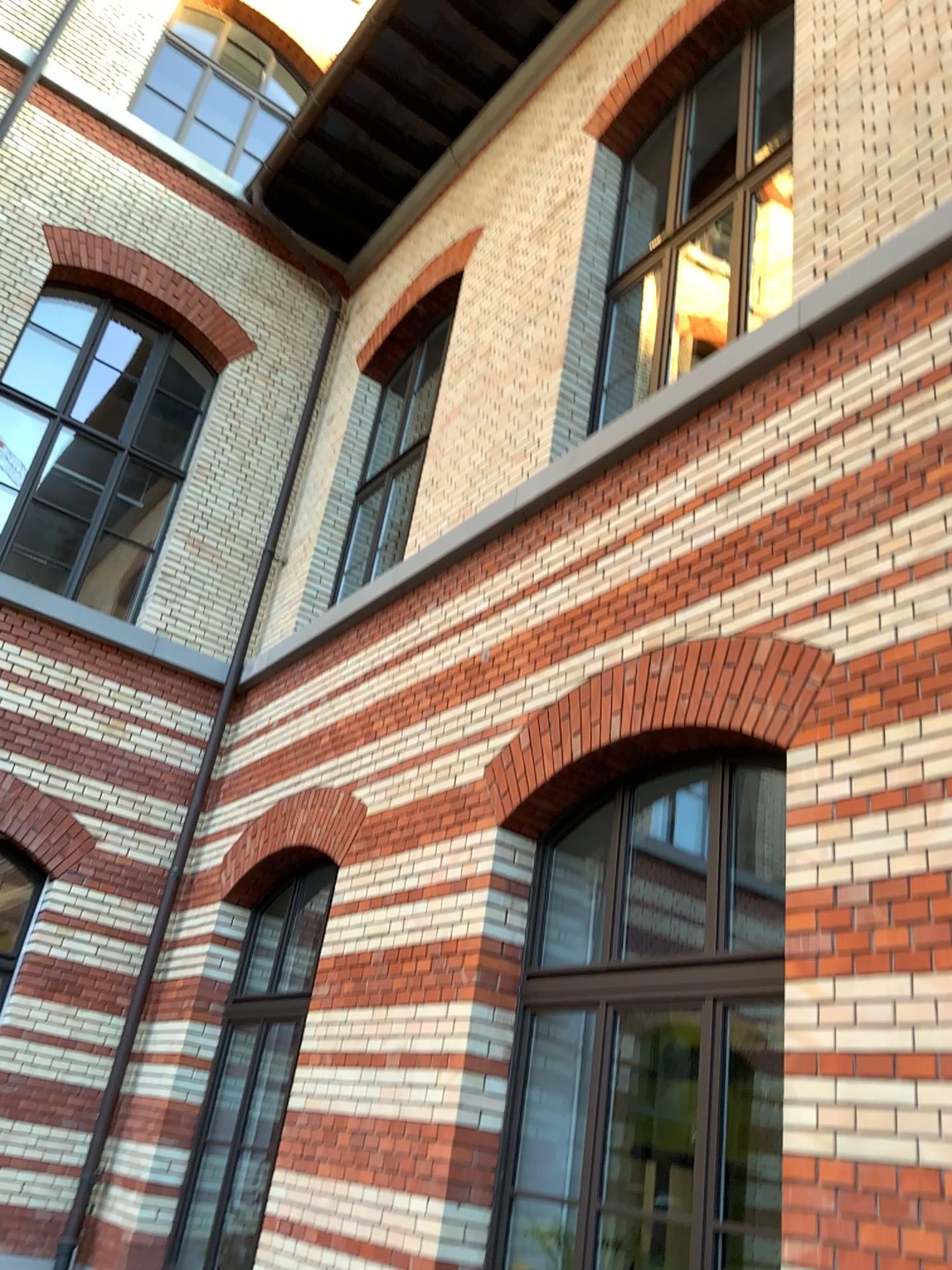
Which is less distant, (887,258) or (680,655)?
(887,258)
